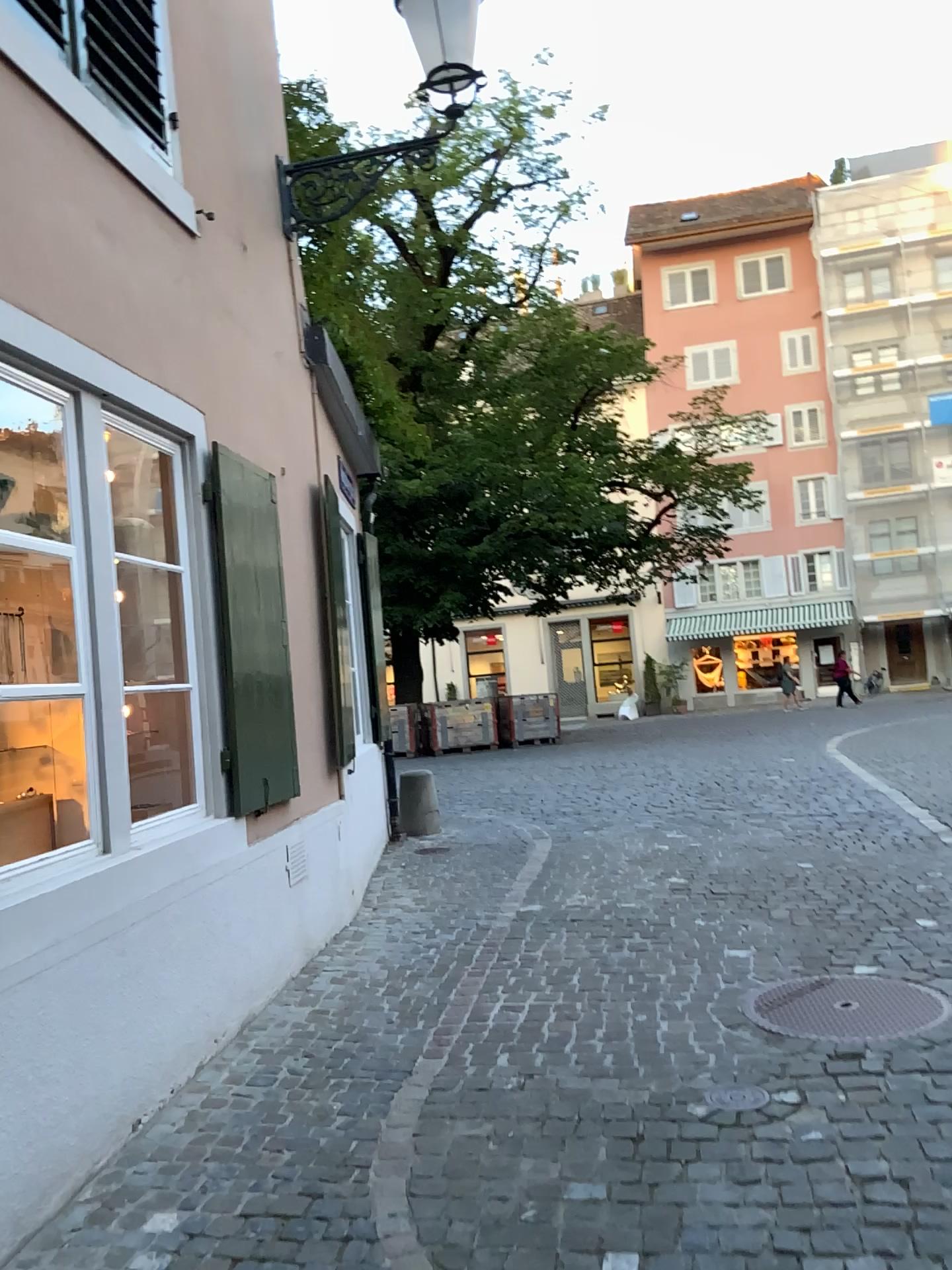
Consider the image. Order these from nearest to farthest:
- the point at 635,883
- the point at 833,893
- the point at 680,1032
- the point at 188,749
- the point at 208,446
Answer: the point at 680,1032 → the point at 188,749 → the point at 208,446 → the point at 833,893 → the point at 635,883

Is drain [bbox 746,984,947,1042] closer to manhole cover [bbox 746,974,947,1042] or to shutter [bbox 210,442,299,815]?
manhole cover [bbox 746,974,947,1042]

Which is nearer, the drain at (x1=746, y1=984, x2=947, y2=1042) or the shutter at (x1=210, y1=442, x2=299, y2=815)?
the drain at (x1=746, y1=984, x2=947, y2=1042)

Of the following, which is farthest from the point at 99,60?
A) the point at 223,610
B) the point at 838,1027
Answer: the point at 838,1027

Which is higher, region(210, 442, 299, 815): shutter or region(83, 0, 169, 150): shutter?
region(83, 0, 169, 150): shutter

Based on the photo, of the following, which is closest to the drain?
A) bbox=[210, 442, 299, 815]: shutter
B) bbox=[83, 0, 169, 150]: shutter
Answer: bbox=[210, 442, 299, 815]: shutter

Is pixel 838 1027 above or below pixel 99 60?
below

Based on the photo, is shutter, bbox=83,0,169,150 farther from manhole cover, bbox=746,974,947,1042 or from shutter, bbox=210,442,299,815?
manhole cover, bbox=746,974,947,1042

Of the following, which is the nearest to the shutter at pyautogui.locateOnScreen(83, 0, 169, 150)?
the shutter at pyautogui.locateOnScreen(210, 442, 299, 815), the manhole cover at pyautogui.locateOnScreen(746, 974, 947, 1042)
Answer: the shutter at pyautogui.locateOnScreen(210, 442, 299, 815)

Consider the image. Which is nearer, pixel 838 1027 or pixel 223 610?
pixel 838 1027
